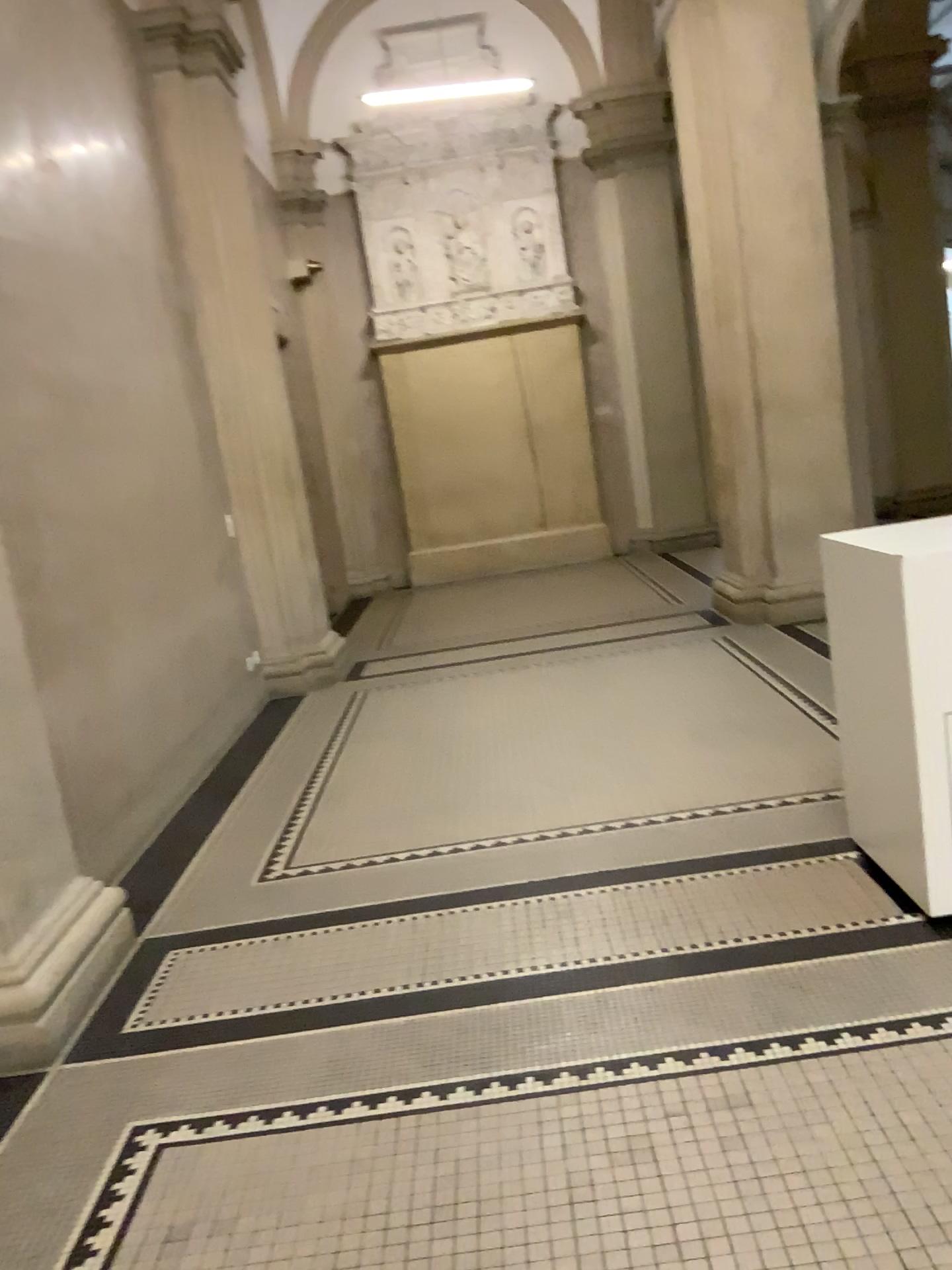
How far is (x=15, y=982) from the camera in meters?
2.8

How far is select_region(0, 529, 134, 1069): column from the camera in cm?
284

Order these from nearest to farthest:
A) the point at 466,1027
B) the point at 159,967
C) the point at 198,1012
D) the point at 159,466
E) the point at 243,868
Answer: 1. the point at 466,1027
2. the point at 198,1012
3. the point at 159,967
4. the point at 243,868
5. the point at 159,466
